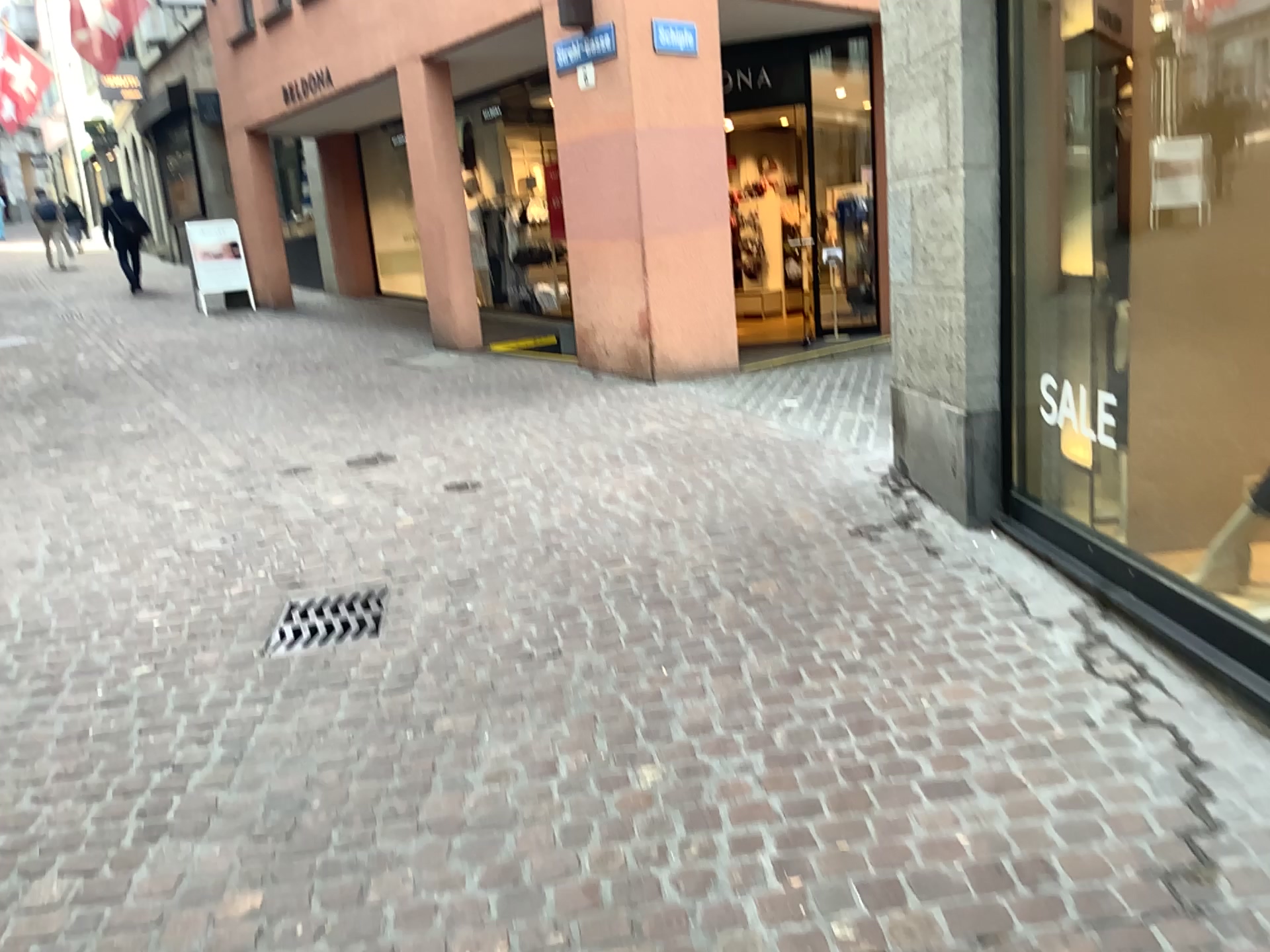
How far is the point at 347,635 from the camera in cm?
363

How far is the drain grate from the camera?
3.6m

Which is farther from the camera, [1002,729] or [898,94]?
[898,94]

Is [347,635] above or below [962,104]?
below
